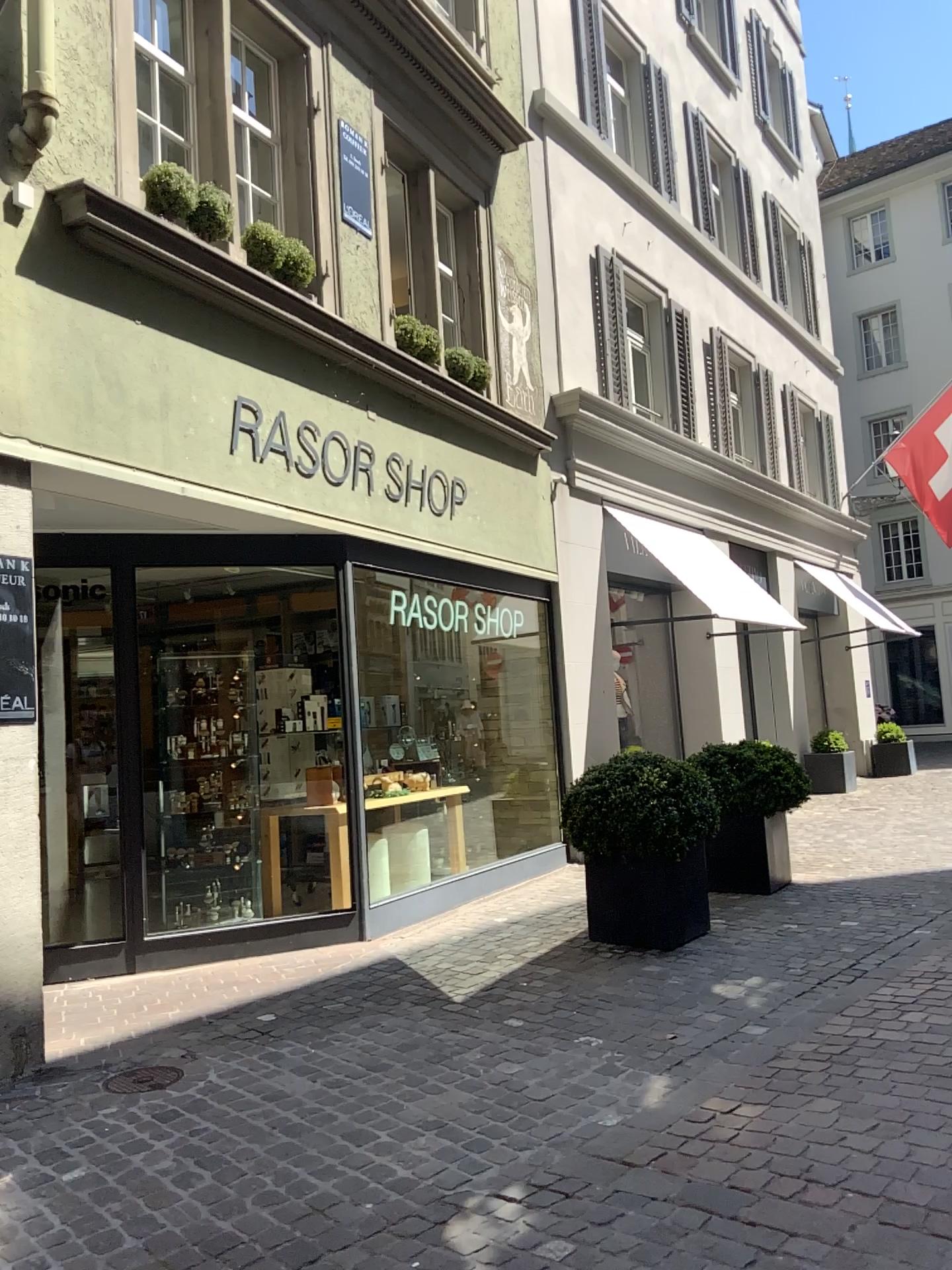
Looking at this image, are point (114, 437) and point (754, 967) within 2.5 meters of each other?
no
